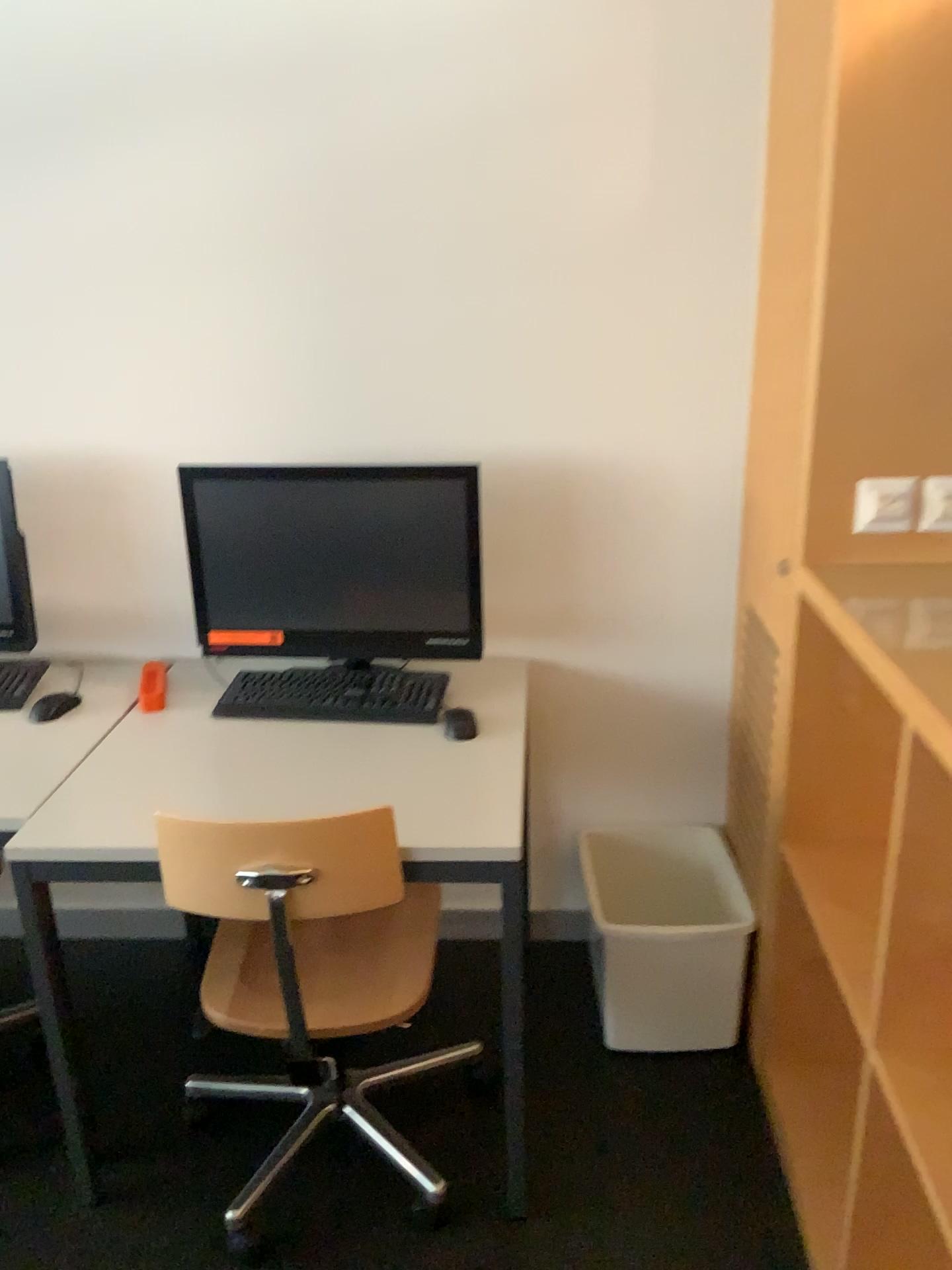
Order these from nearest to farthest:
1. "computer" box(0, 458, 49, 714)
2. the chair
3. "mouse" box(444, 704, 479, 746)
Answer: the chair, "mouse" box(444, 704, 479, 746), "computer" box(0, 458, 49, 714)

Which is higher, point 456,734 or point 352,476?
point 352,476

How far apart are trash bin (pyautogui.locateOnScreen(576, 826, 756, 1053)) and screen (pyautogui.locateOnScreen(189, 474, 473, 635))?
0.7 meters

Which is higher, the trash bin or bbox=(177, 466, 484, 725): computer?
bbox=(177, 466, 484, 725): computer

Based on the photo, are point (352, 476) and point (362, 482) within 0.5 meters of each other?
yes

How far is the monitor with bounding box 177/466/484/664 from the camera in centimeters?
199cm

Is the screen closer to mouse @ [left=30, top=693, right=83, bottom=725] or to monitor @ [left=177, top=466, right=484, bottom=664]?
monitor @ [left=177, top=466, right=484, bottom=664]

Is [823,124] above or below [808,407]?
above

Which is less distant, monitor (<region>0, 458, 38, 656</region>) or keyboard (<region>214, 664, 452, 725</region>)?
keyboard (<region>214, 664, 452, 725</region>)

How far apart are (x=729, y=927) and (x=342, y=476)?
1.2 meters
